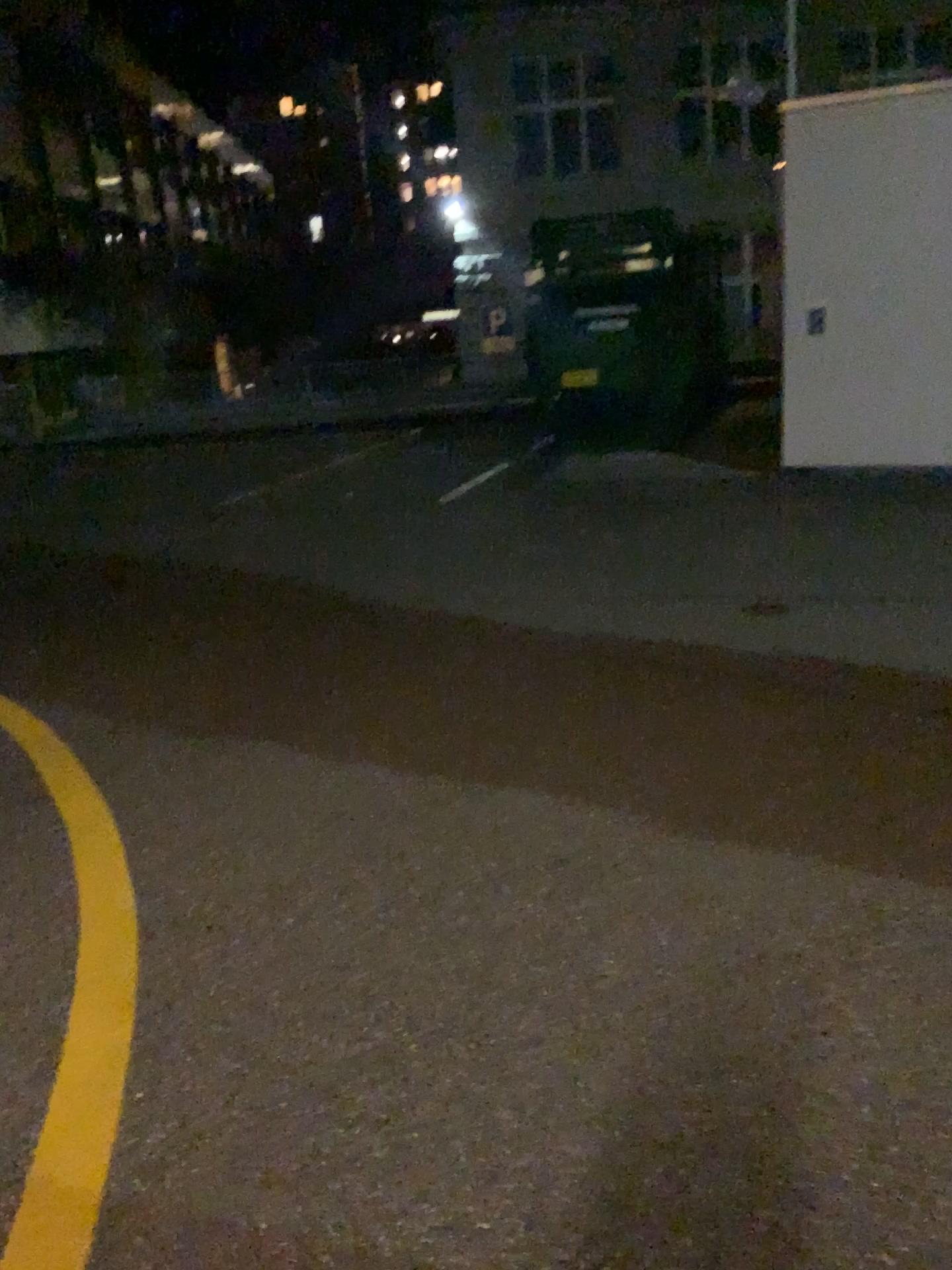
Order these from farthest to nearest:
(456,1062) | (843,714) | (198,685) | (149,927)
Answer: (198,685) < (843,714) < (149,927) < (456,1062)
